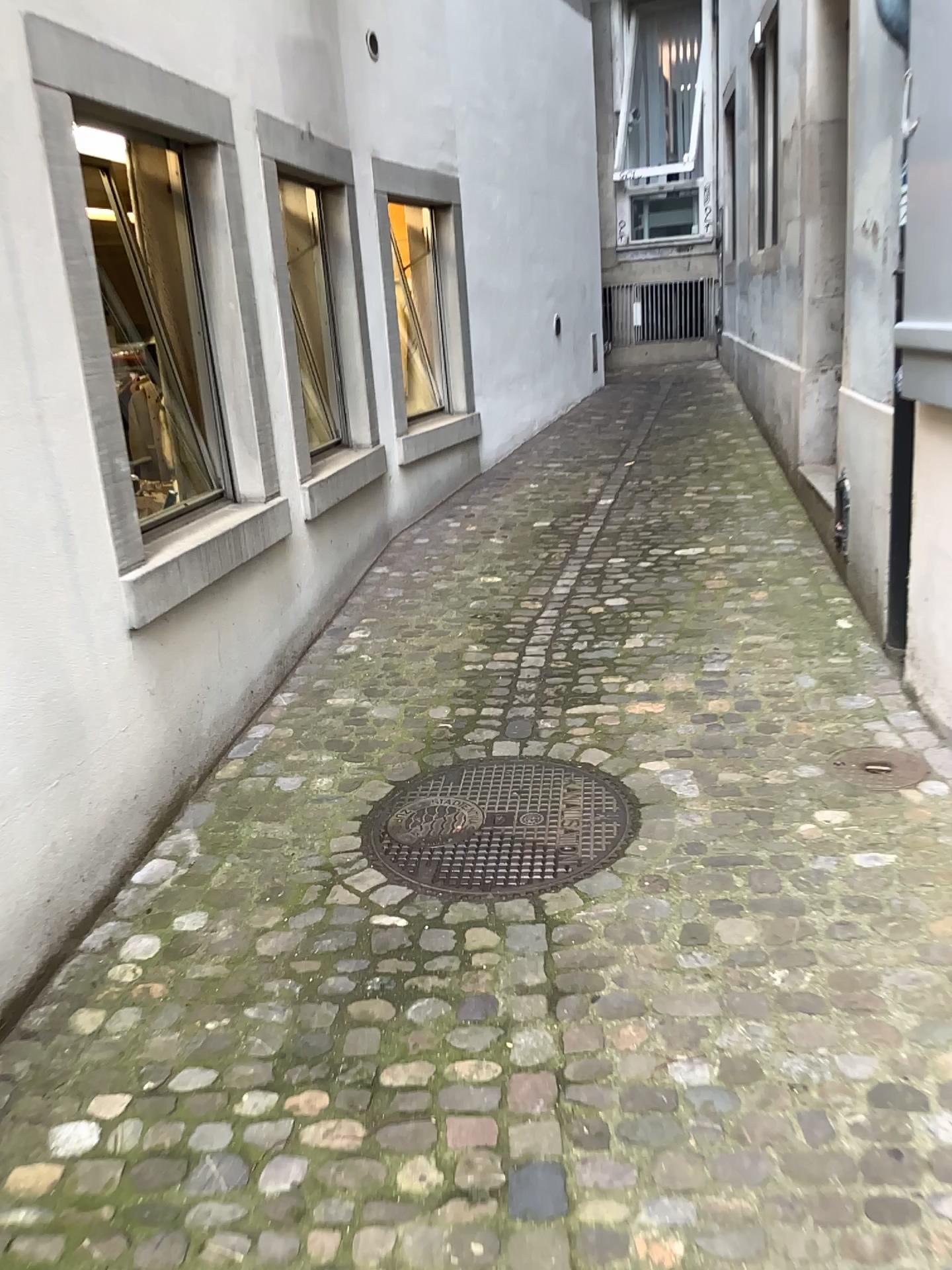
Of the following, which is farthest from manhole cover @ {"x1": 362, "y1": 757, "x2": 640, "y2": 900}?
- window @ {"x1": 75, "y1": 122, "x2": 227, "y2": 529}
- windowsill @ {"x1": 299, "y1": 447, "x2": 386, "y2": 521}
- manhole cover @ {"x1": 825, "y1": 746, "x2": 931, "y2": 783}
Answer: windowsill @ {"x1": 299, "y1": 447, "x2": 386, "y2": 521}

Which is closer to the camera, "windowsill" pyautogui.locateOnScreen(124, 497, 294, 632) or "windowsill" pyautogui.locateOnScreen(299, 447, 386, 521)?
"windowsill" pyautogui.locateOnScreen(124, 497, 294, 632)

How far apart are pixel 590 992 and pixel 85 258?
2.06m

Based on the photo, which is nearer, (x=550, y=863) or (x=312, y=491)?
(x=550, y=863)

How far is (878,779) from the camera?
2.8m

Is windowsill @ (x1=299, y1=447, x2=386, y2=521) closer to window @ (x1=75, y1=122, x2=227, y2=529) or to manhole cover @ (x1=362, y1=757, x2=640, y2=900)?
window @ (x1=75, y1=122, x2=227, y2=529)

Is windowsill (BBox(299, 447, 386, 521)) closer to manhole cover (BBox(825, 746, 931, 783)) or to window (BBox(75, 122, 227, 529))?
window (BBox(75, 122, 227, 529))

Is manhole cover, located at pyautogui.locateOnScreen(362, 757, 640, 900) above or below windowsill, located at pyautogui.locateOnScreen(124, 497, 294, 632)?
below

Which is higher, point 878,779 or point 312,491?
point 312,491

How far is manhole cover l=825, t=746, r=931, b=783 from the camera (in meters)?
2.84
